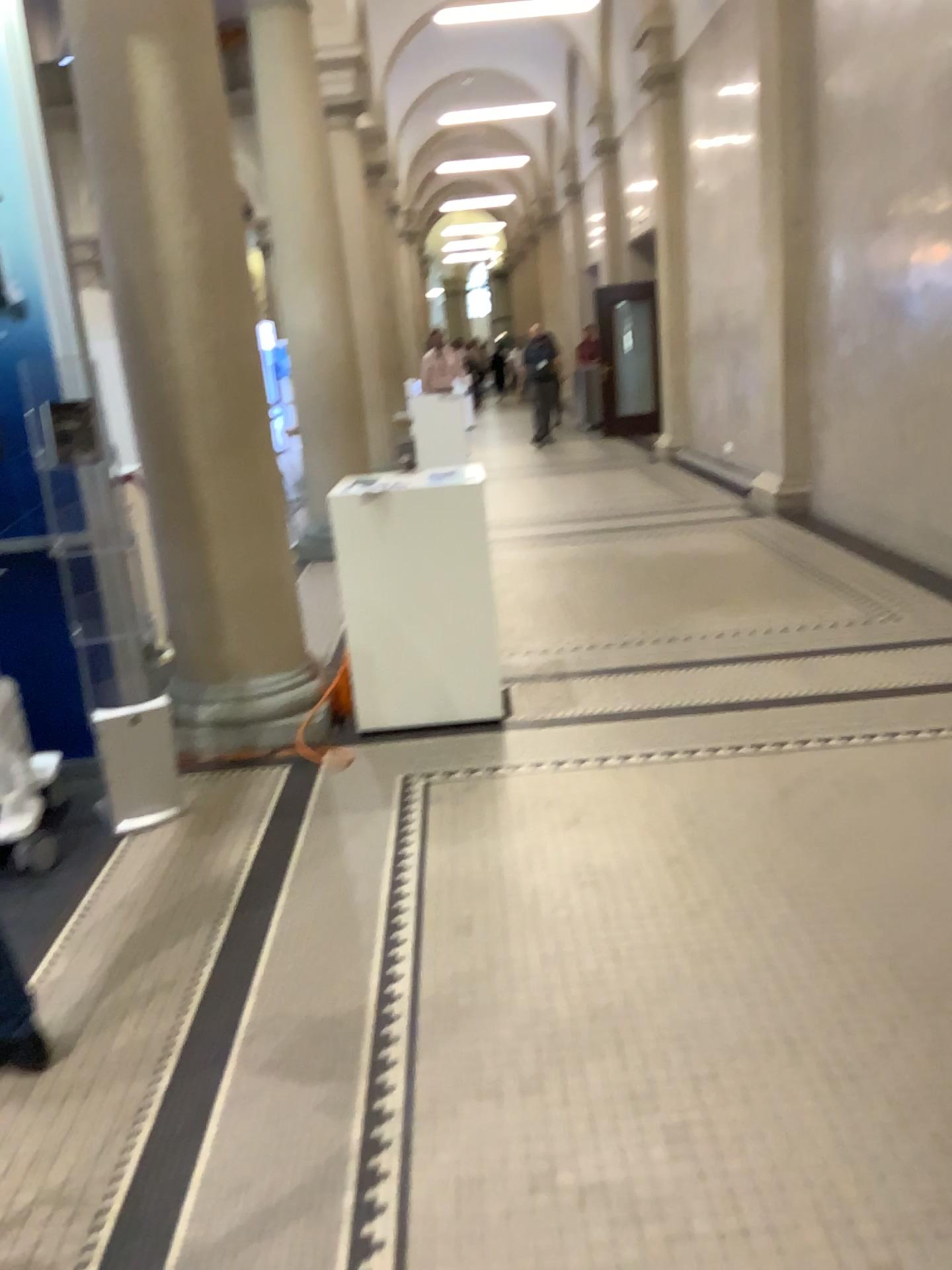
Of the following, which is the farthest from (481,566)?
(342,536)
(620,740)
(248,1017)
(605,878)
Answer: (248,1017)

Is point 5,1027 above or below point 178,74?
below

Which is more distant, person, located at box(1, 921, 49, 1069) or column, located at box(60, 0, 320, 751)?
column, located at box(60, 0, 320, 751)

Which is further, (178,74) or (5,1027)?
(178,74)
